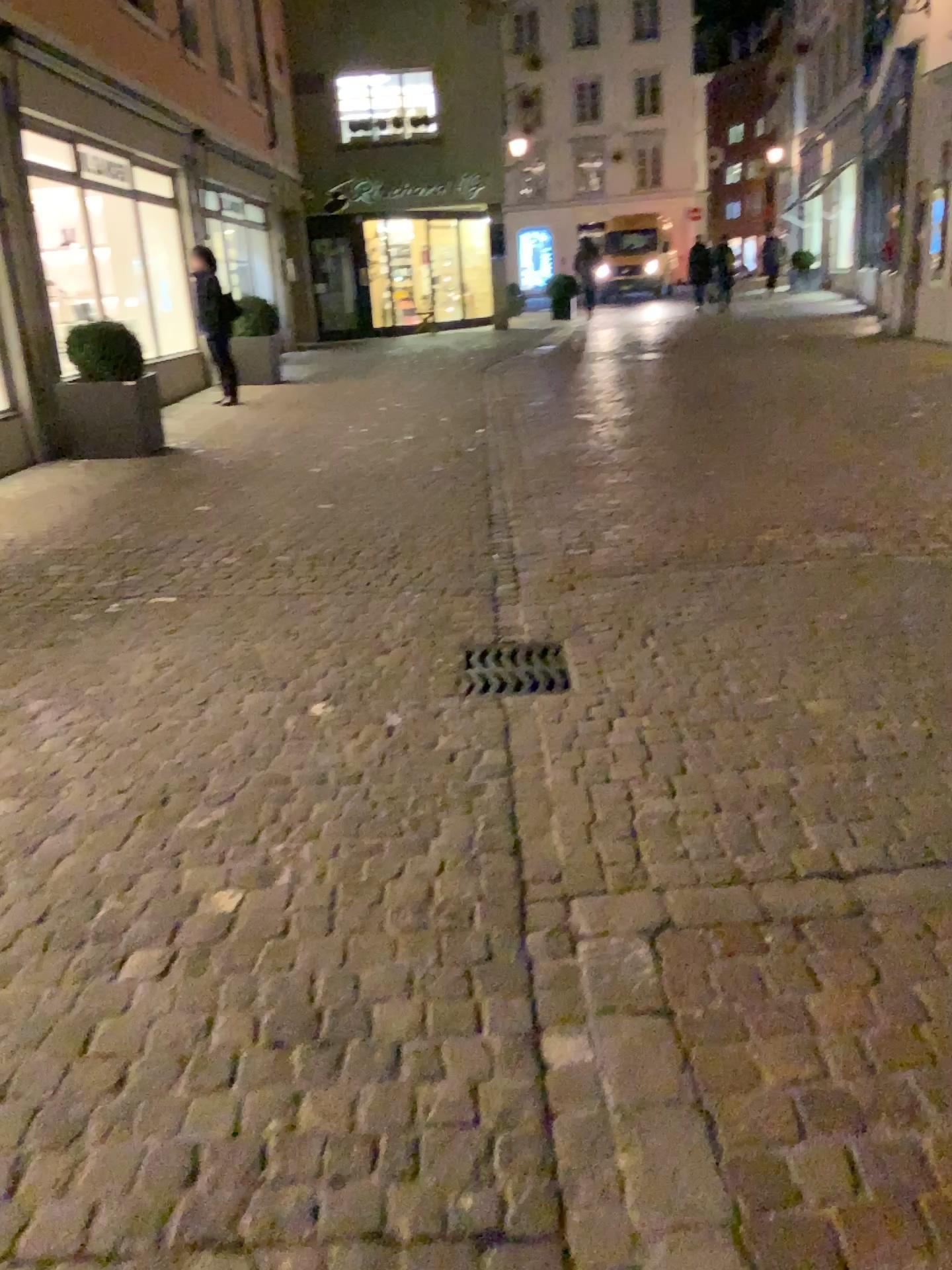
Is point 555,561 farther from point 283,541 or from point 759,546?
point 283,541

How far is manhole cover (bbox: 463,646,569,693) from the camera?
3.6 meters

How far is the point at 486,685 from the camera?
3.6 meters
